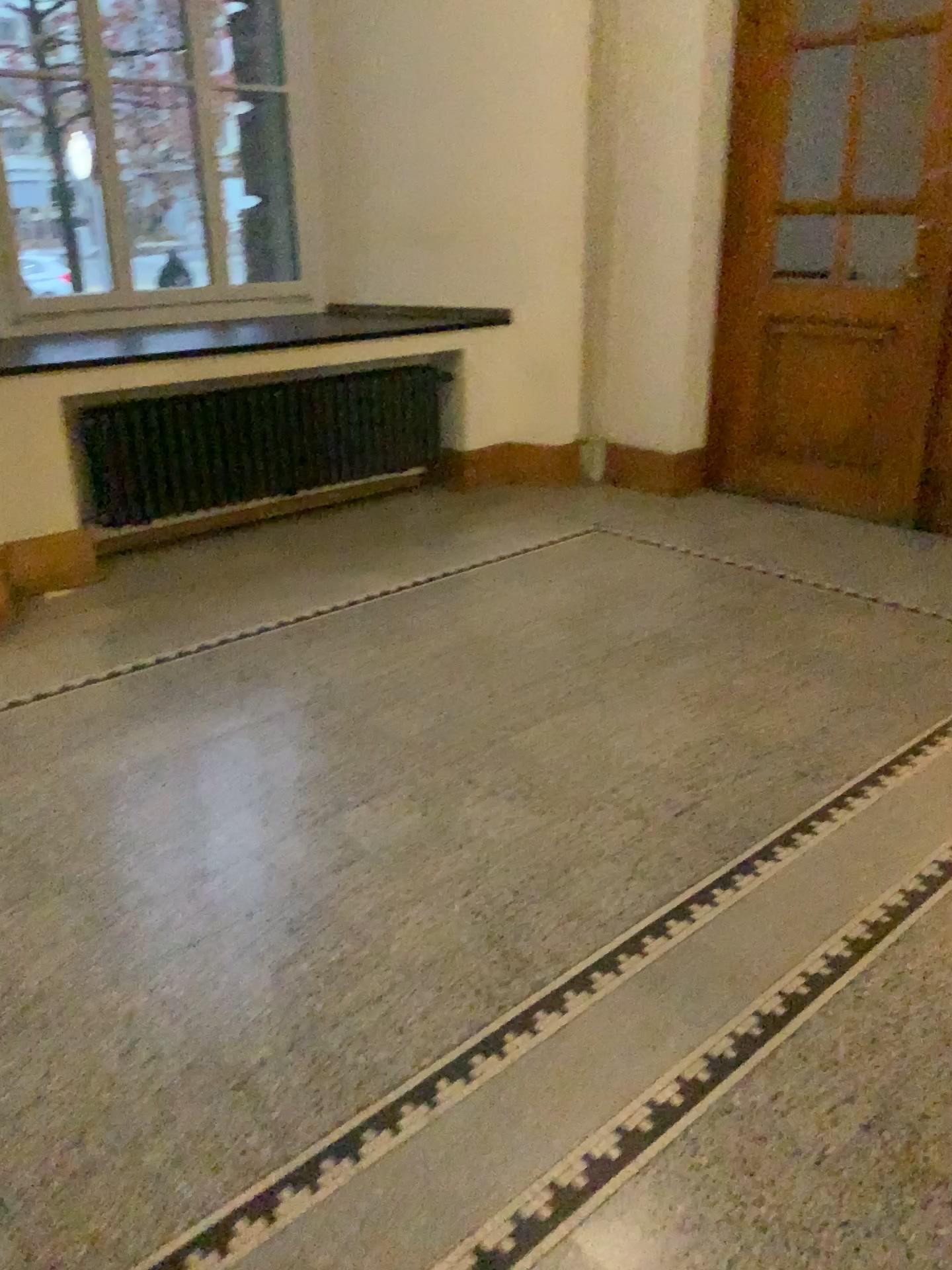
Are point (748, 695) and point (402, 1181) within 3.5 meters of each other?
yes
